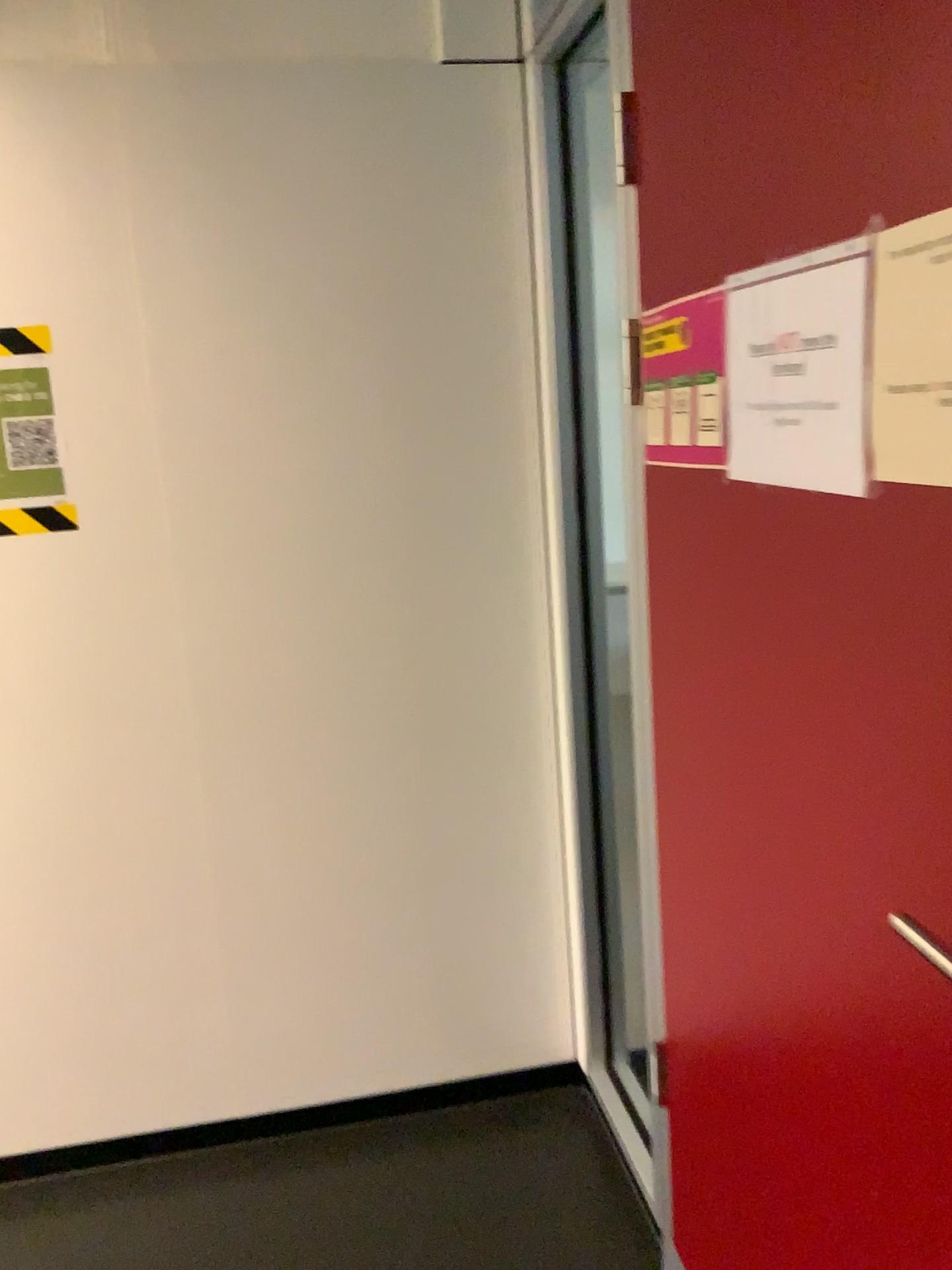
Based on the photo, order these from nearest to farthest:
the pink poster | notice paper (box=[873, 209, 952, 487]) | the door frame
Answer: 1. notice paper (box=[873, 209, 952, 487])
2. the pink poster
3. the door frame

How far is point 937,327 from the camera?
0.82m

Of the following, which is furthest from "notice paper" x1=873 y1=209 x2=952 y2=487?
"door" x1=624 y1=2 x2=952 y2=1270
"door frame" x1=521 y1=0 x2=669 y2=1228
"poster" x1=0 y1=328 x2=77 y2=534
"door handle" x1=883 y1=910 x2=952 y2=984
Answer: "poster" x1=0 y1=328 x2=77 y2=534

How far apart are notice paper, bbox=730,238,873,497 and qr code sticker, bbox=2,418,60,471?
1.3 meters

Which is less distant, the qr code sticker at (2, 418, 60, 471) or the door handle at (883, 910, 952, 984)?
the door handle at (883, 910, 952, 984)

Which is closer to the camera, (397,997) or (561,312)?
(561,312)

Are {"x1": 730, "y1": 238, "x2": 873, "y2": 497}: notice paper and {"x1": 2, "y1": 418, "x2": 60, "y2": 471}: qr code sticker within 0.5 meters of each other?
no

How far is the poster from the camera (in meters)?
1.92

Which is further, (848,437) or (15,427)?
(15,427)

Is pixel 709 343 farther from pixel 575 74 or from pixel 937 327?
pixel 575 74
